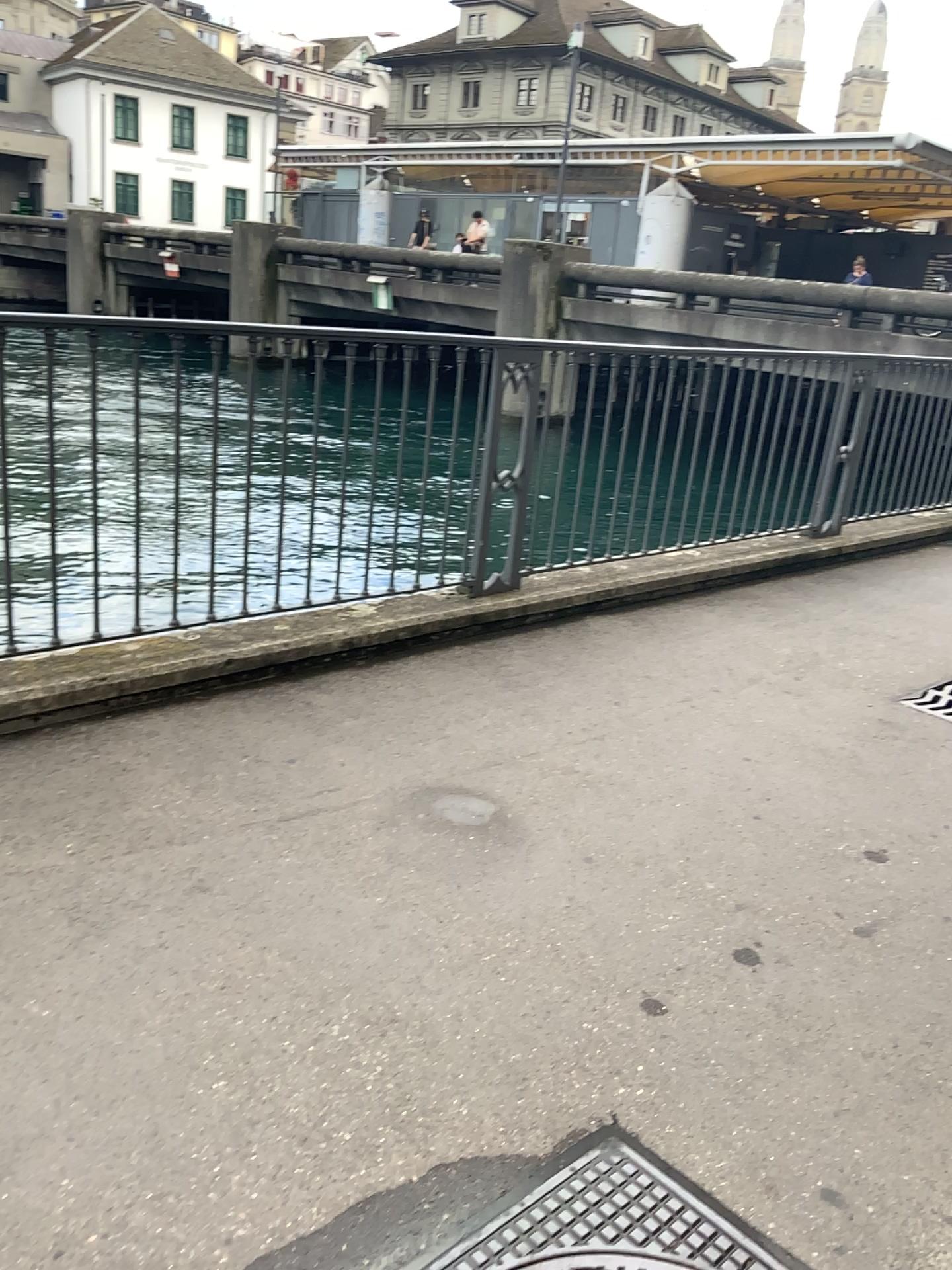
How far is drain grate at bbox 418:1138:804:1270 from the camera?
1.6 meters

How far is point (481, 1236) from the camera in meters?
1.6

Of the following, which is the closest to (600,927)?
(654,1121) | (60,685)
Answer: (654,1121)
